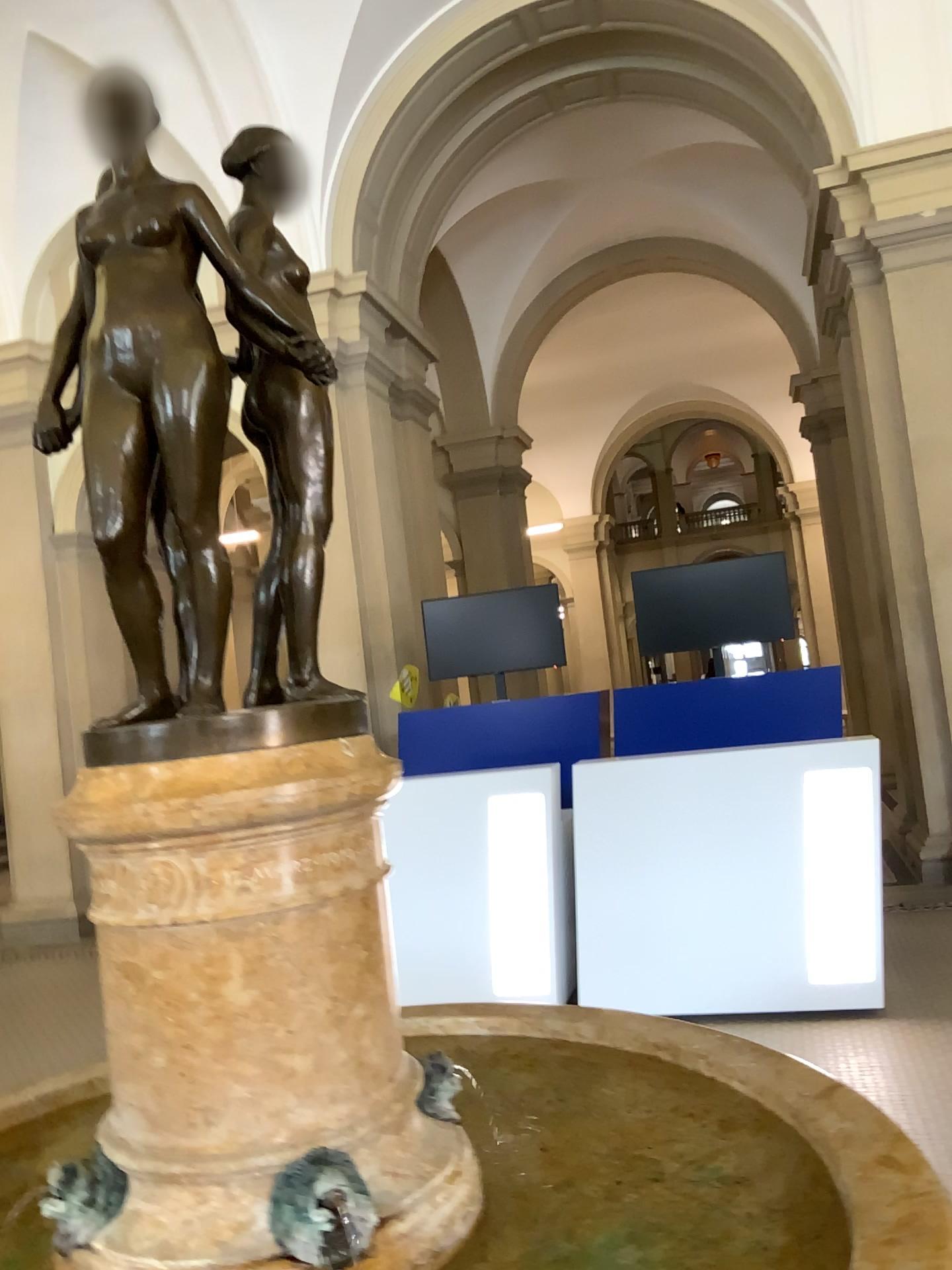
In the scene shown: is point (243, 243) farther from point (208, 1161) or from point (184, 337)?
point (208, 1161)

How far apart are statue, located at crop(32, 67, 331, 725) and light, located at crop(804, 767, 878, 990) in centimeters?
351cm

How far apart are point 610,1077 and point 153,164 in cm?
187

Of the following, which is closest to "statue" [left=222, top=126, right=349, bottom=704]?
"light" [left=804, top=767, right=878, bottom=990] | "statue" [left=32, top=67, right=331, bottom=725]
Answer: "statue" [left=32, top=67, right=331, bottom=725]

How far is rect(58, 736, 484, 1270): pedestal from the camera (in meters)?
1.45

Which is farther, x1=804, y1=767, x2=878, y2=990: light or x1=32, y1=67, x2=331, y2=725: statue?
x1=804, y1=767, x2=878, y2=990: light

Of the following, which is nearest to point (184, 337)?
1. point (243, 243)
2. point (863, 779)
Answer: point (243, 243)

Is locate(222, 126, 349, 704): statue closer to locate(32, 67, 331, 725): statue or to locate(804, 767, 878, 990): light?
locate(32, 67, 331, 725): statue

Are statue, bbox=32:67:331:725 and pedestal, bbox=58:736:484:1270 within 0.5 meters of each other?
yes

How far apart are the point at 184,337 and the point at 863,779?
3.7 meters
